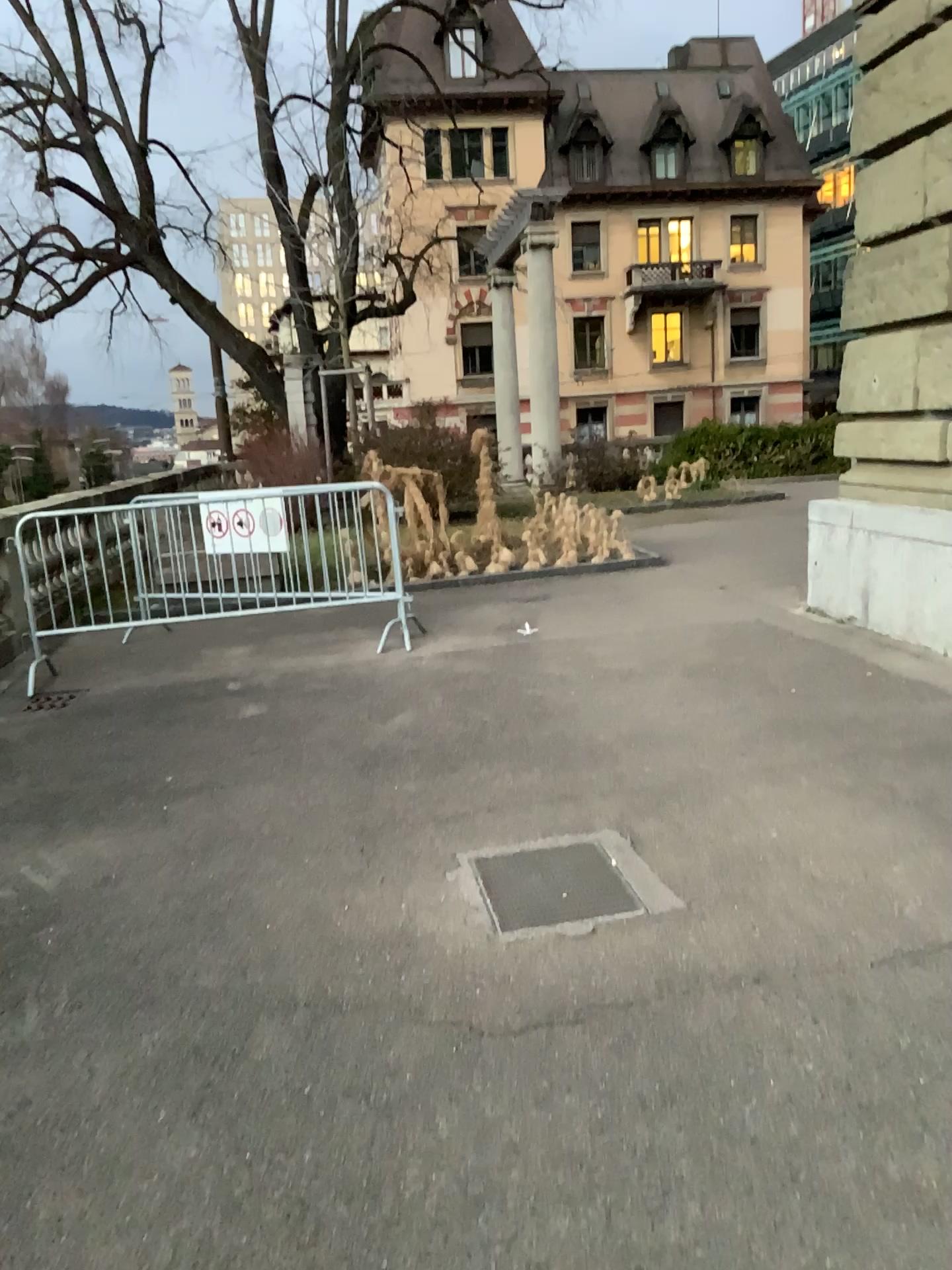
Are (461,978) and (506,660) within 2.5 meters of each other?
no
